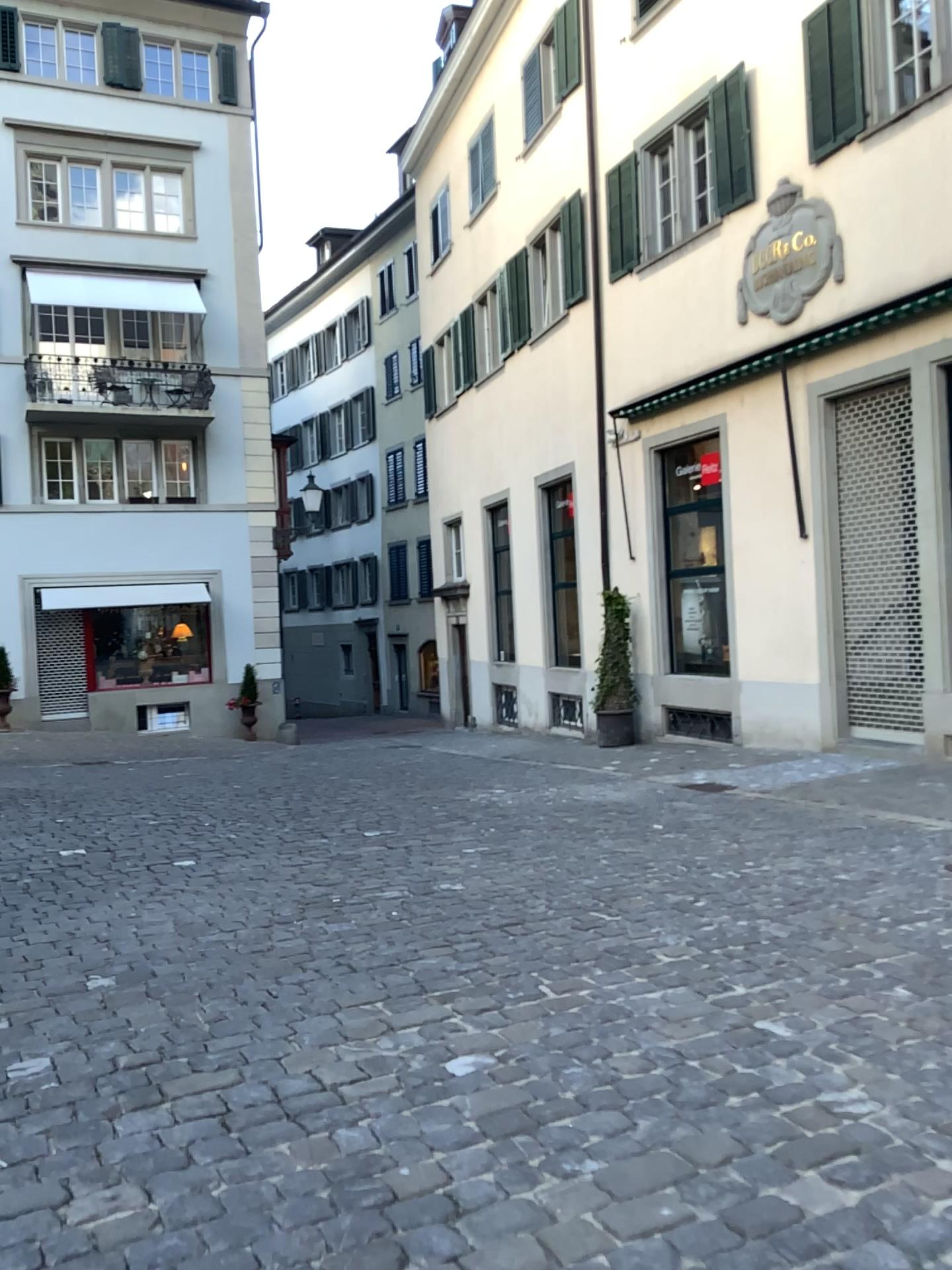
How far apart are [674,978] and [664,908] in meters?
0.9
